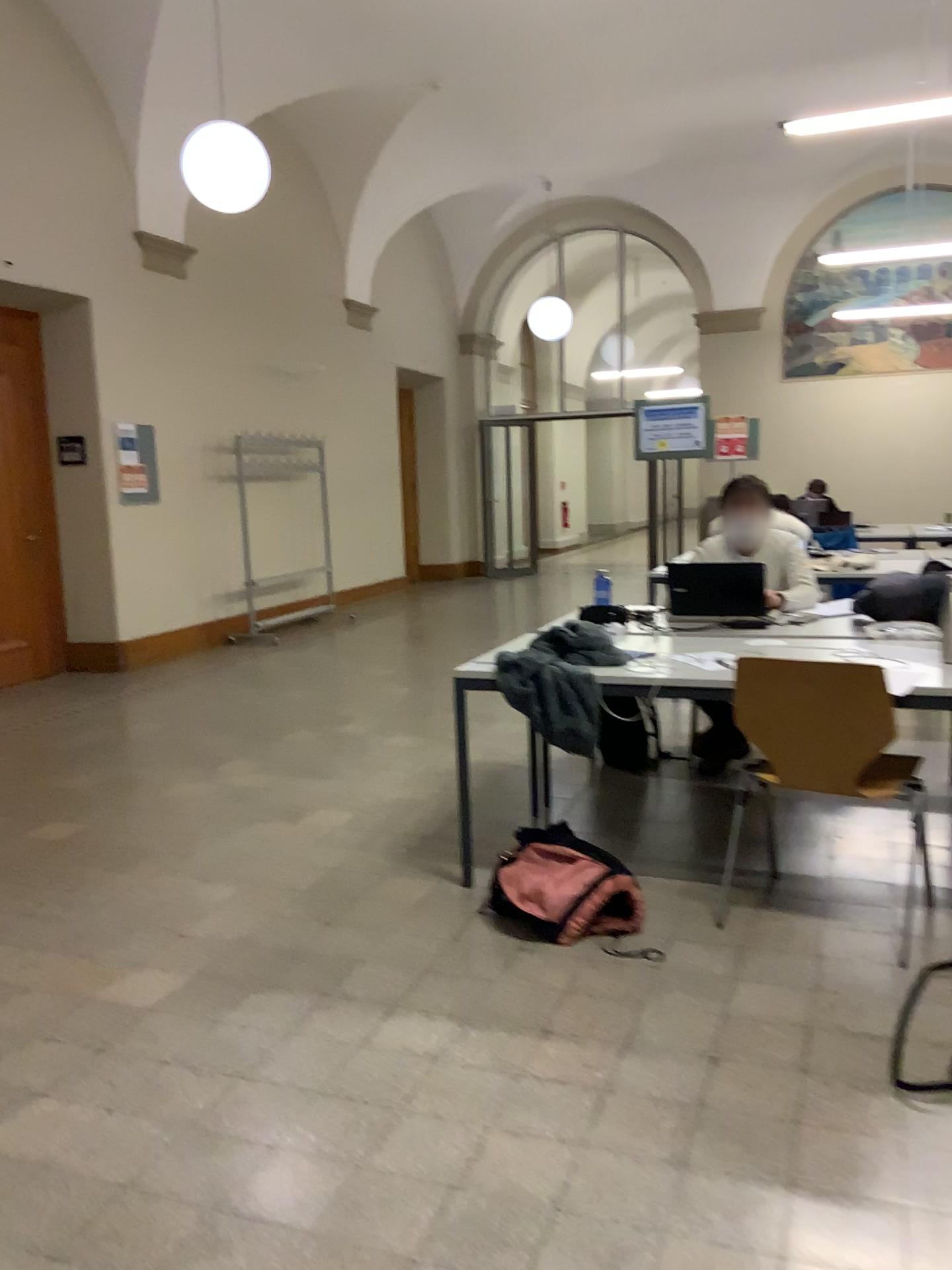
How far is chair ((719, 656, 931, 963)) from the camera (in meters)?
2.87

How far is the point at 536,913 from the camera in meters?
3.0 m

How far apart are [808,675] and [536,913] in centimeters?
102cm

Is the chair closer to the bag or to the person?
the bag

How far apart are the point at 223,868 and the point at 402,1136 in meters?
1.7 m

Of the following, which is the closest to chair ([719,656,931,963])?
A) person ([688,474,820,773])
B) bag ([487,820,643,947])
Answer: bag ([487,820,643,947])

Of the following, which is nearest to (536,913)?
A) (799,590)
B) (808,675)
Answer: (808,675)

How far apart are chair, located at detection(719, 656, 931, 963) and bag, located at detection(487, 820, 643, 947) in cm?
54

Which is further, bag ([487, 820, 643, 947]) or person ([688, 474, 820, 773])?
person ([688, 474, 820, 773])

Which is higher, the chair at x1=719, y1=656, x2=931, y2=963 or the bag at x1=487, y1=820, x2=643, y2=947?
the chair at x1=719, y1=656, x2=931, y2=963
